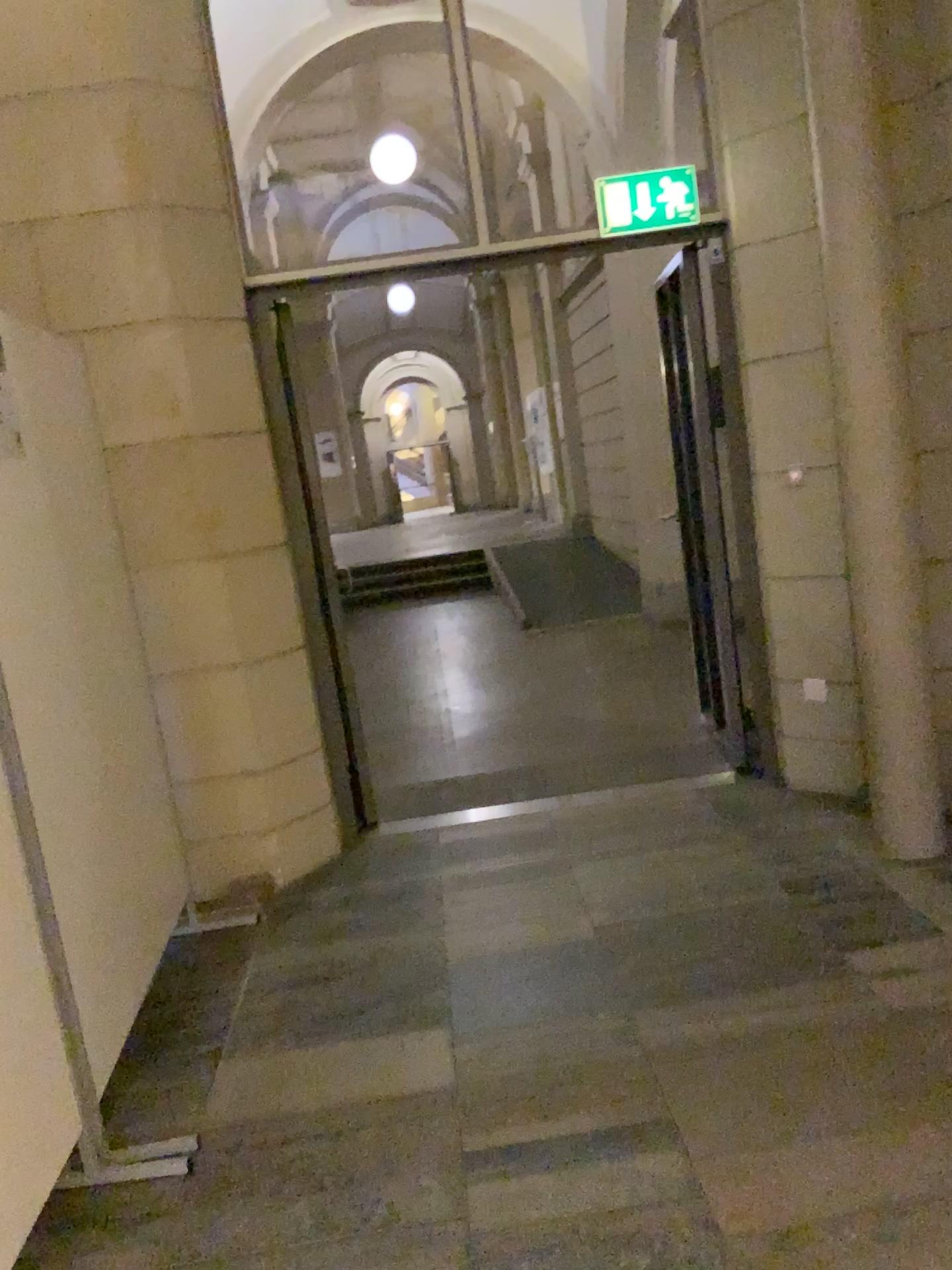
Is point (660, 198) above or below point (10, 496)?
above

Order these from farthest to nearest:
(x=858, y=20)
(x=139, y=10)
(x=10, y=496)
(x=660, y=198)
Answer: (x=660, y=198) < (x=139, y=10) < (x=858, y=20) < (x=10, y=496)

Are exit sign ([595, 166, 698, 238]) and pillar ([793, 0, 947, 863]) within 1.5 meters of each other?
yes

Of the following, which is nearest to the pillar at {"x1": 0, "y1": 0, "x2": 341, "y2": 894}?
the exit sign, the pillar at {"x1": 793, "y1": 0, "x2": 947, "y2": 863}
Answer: the exit sign

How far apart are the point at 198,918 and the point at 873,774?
2.32m

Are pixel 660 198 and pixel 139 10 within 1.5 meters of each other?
no

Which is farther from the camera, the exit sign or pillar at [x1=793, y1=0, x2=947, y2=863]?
the exit sign

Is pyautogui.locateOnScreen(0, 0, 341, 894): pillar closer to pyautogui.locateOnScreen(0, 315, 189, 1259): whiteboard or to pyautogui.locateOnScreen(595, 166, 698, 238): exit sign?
pyautogui.locateOnScreen(0, 315, 189, 1259): whiteboard

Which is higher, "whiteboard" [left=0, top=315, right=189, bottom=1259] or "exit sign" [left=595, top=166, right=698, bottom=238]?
"exit sign" [left=595, top=166, right=698, bottom=238]

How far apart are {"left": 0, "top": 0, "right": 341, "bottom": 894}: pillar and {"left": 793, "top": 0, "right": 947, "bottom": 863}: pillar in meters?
1.9 m
